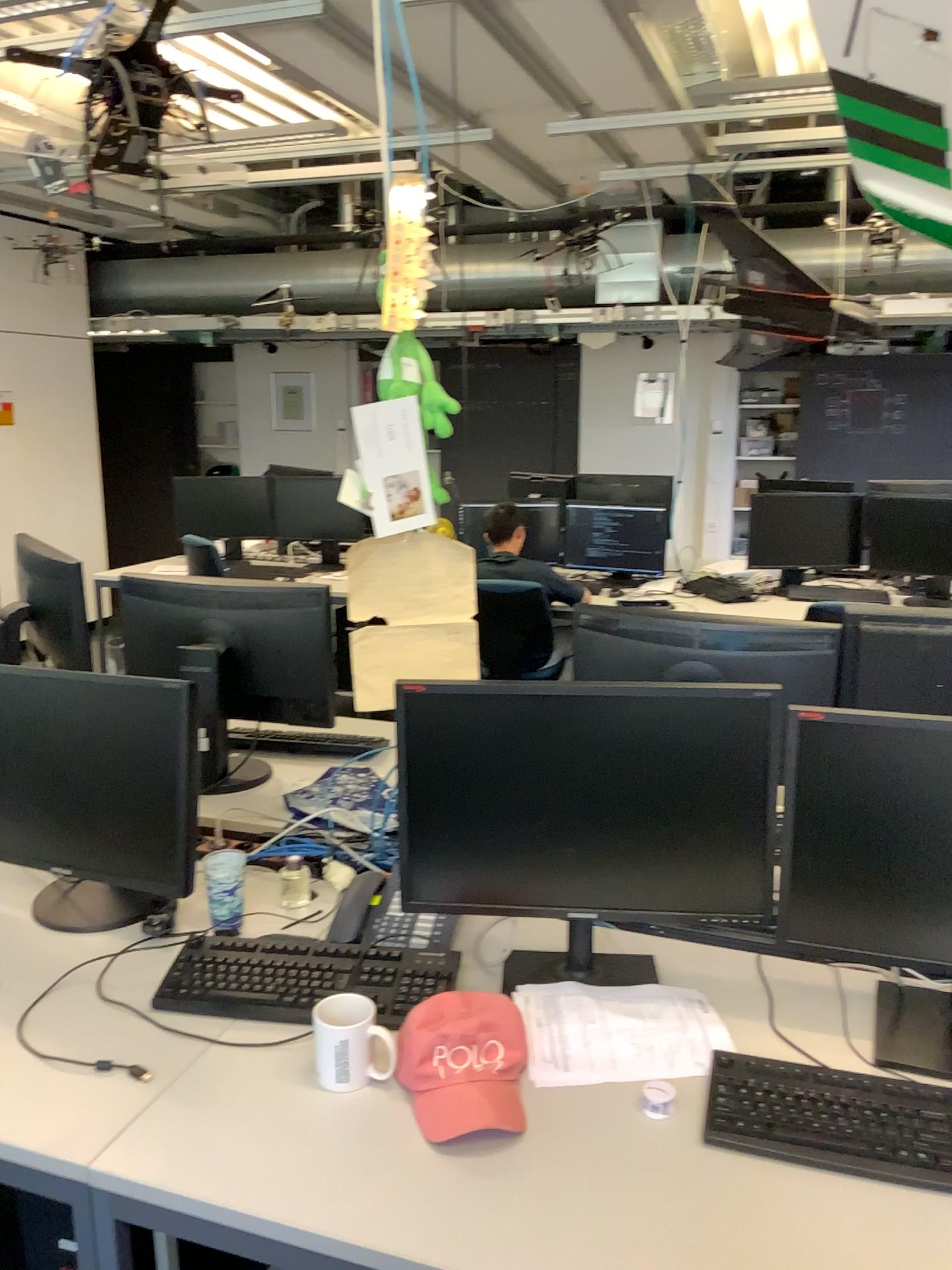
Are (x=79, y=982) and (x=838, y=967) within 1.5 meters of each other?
yes

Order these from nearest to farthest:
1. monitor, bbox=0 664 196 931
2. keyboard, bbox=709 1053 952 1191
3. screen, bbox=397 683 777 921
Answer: keyboard, bbox=709 1053 952 1191 < screen, bbox=397 683 777 921 < monitor, bbox=0 664 196 931

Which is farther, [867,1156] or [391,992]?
[391,992]

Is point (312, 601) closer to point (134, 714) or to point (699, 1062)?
point (134, 714)

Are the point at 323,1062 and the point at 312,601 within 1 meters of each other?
no

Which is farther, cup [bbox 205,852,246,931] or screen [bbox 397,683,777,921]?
cup [bbox 205,852,246,931]

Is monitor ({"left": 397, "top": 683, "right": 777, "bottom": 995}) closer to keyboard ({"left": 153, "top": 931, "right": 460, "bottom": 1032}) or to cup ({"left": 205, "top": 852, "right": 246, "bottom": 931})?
keyboard ({"left": 153, "top": 931, "right": 460, "bottom": 1032})

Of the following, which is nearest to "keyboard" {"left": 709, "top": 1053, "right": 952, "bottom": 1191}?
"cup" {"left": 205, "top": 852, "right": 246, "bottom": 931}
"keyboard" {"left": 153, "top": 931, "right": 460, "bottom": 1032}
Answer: "keyboard" {"left": 153, "top": 931, "right": 460, "bottom": 1032}

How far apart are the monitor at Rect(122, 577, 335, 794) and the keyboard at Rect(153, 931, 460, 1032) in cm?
76

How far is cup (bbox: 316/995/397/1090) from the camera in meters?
1.4
